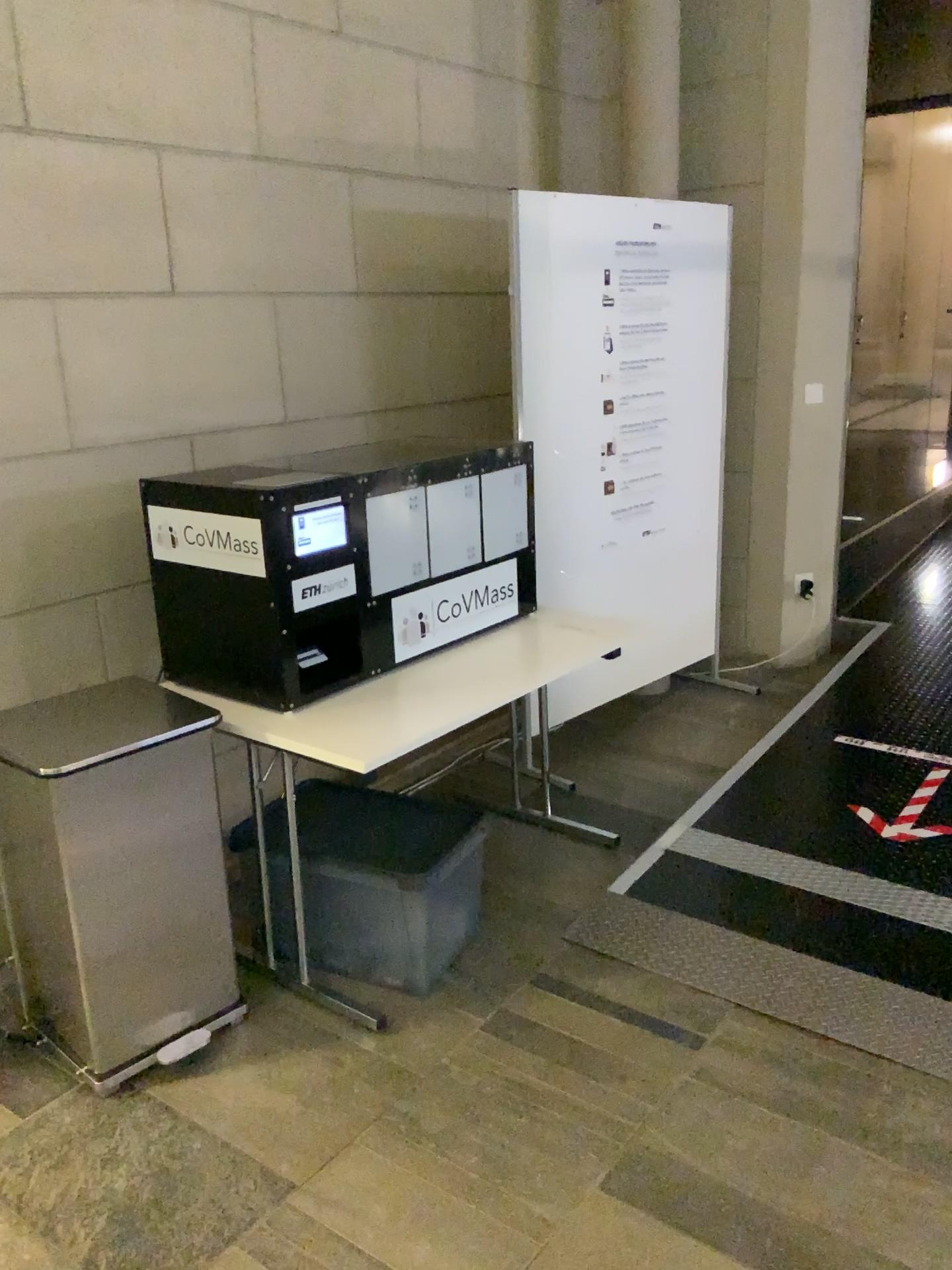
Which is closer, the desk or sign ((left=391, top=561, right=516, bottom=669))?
the desk

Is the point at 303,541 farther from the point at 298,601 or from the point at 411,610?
the point at 411,610

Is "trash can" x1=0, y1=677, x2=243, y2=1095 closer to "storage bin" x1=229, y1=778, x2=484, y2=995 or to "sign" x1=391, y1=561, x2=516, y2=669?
"storage bin" x1=229, y1=778, x2=484, y2=995

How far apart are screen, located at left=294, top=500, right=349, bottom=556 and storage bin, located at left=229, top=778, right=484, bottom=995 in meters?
0.7

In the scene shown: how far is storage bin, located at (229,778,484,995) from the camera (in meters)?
2.50

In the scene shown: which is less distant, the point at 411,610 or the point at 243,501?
the point at 243,501

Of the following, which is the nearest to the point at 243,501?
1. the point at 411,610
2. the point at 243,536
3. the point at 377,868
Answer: the point at 243,536

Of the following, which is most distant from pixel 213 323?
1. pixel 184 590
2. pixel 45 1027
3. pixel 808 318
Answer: pixel 808 318

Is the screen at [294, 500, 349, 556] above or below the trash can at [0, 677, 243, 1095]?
above

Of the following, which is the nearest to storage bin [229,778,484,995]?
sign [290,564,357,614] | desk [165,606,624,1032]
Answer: desk [165,606,624,1032]
